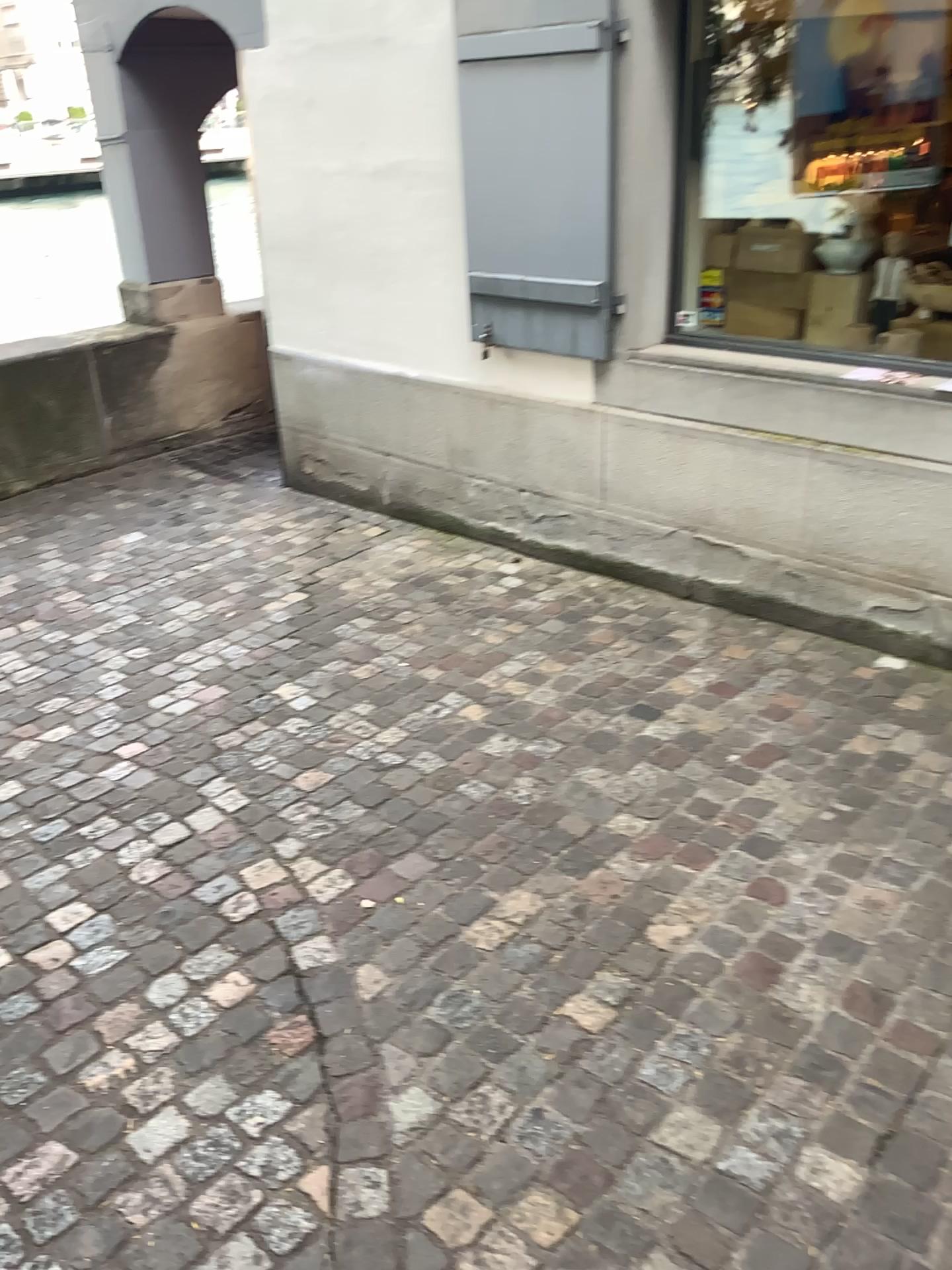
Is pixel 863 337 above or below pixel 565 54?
below

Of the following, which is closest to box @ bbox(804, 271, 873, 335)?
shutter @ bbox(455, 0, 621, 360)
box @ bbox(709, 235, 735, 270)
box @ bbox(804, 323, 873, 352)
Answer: box @ bbox(804, 323, 873, 352)

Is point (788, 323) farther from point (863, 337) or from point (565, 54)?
point (565, 54)

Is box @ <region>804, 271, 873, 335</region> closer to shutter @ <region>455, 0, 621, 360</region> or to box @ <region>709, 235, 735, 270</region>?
box @ <region>709, 235, 735, 270</region>

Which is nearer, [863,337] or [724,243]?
[863,337]

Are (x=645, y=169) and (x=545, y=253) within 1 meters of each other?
yes

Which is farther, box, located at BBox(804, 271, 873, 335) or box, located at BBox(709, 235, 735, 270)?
box, located at BBox(709, 235, 735, 270)

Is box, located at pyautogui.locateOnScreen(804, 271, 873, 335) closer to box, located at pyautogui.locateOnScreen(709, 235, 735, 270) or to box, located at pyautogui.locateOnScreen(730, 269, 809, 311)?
box, located at pyautogui.locateOnScreen(730, 269, 809, 311)

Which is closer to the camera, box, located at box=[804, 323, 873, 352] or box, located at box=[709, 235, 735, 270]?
box, located at box=[804, 323, 873, 352]

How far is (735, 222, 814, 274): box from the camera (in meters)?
3.80
